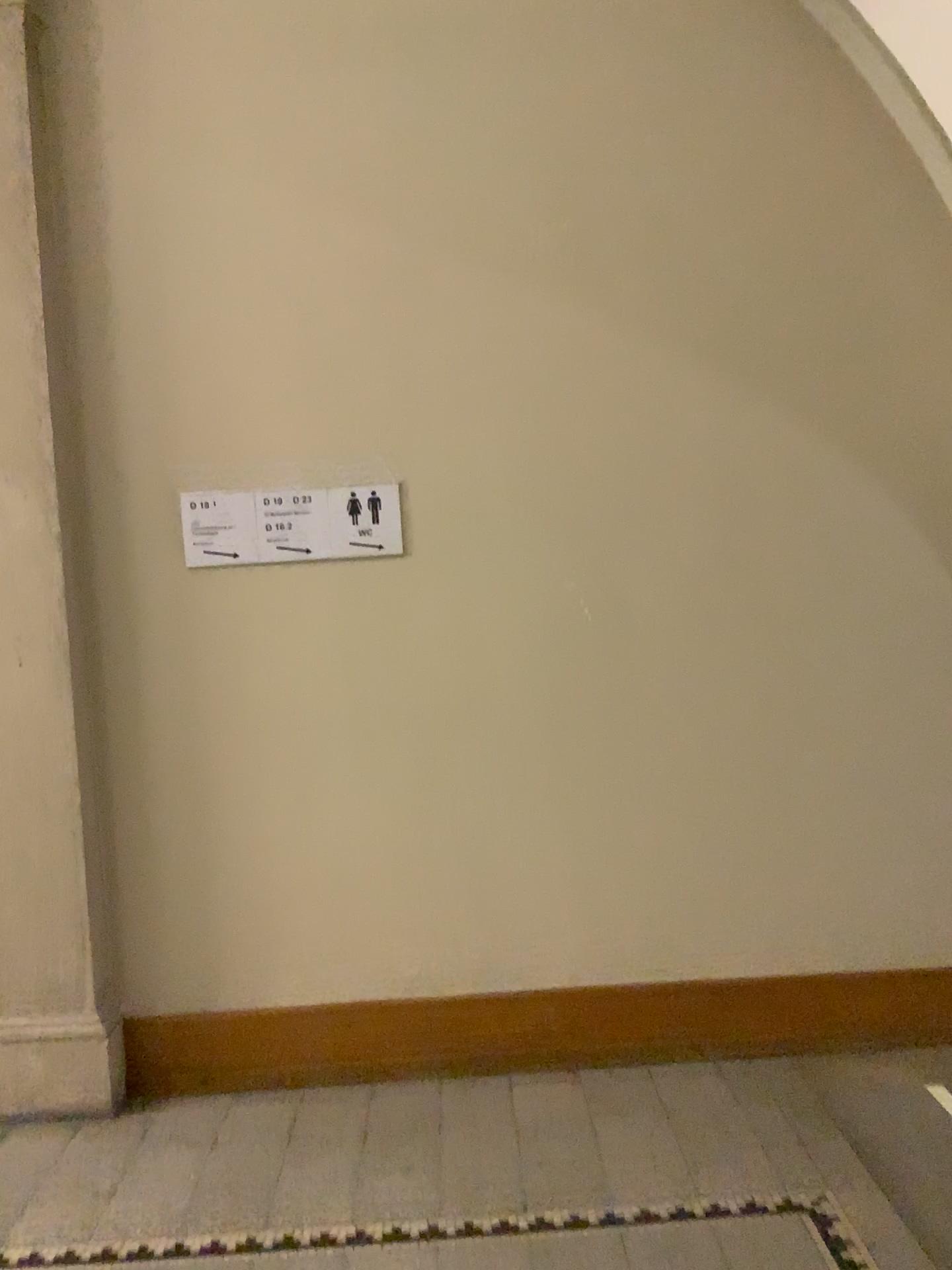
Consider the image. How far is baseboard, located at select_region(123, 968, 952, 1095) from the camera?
3.1m

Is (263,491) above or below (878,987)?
above

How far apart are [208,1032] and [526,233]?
2.5 meters

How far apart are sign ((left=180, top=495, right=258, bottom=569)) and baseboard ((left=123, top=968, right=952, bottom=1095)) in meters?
1.3 m

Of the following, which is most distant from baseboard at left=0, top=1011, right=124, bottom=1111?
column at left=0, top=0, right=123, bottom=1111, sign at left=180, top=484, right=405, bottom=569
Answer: sign at left=180, top=484, right=405, bottom=569

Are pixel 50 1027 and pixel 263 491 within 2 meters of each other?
yes

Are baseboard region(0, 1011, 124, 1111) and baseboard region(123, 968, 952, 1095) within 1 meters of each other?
yes

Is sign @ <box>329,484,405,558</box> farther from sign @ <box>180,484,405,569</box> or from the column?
the column

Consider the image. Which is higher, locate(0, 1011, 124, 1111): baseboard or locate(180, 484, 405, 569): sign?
locate(180, 484, 405, 569): sign

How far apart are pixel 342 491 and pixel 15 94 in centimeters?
137cm
